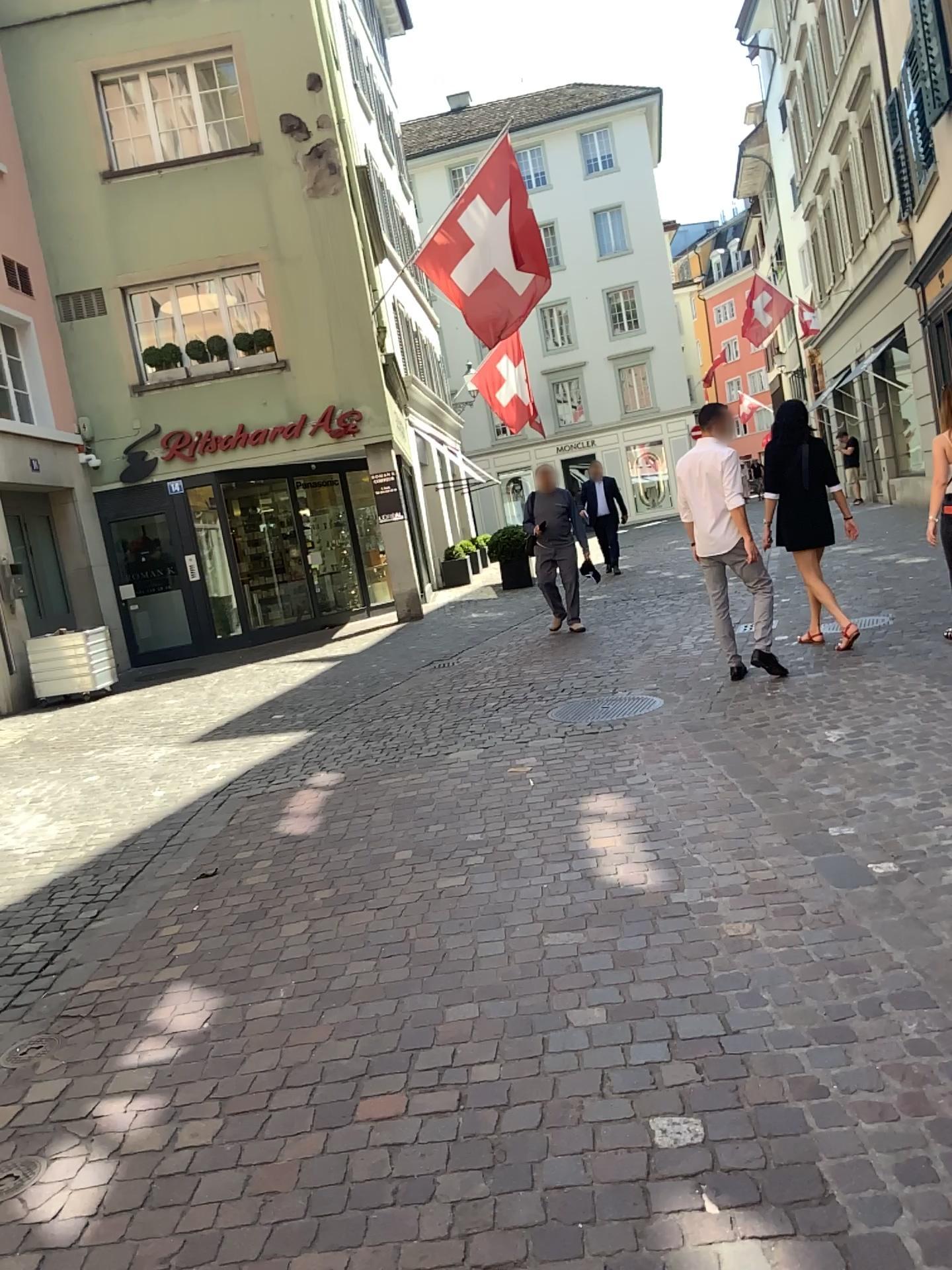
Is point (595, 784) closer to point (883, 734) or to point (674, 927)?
point (883, 734)
